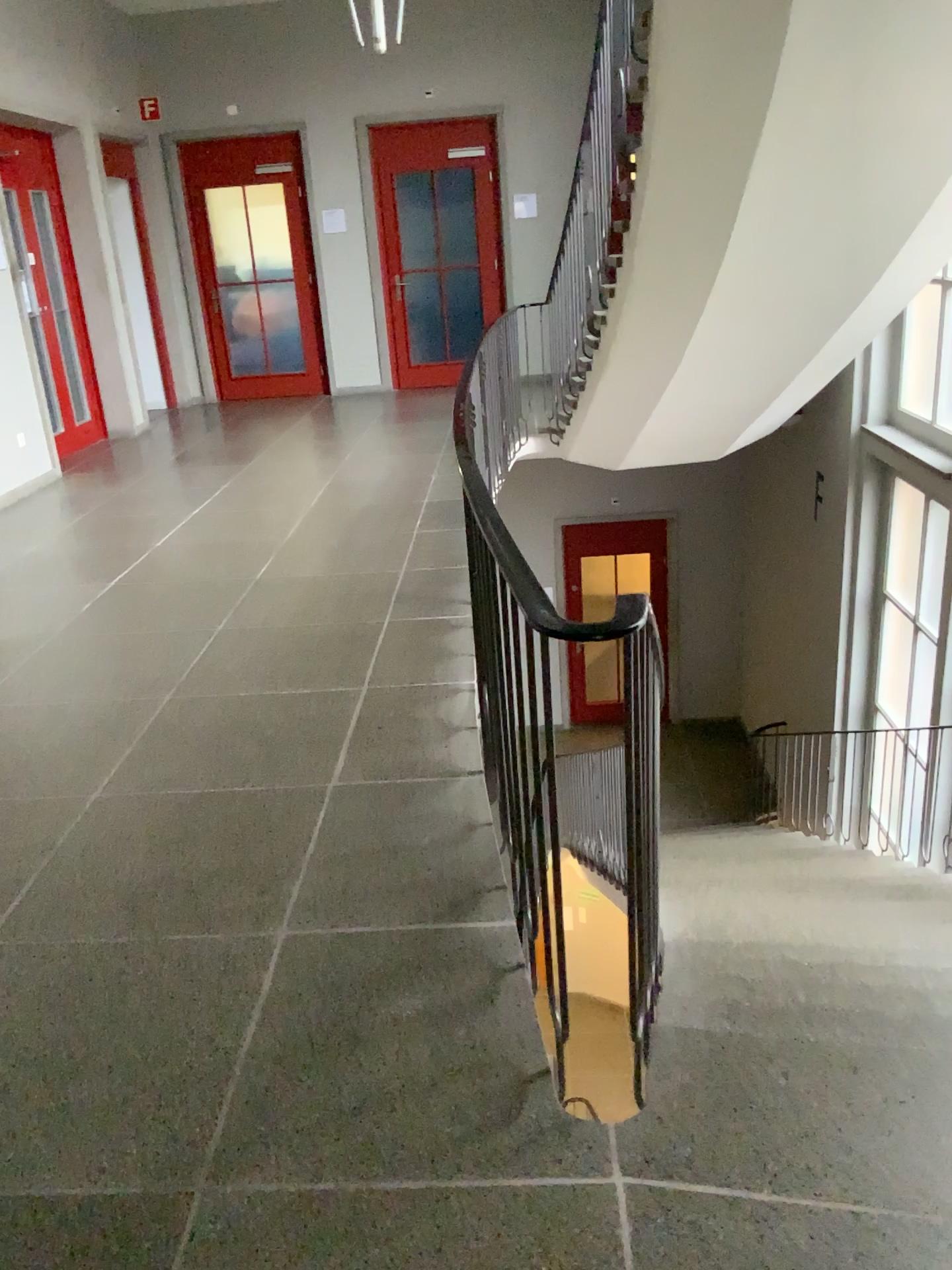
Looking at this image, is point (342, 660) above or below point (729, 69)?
below
